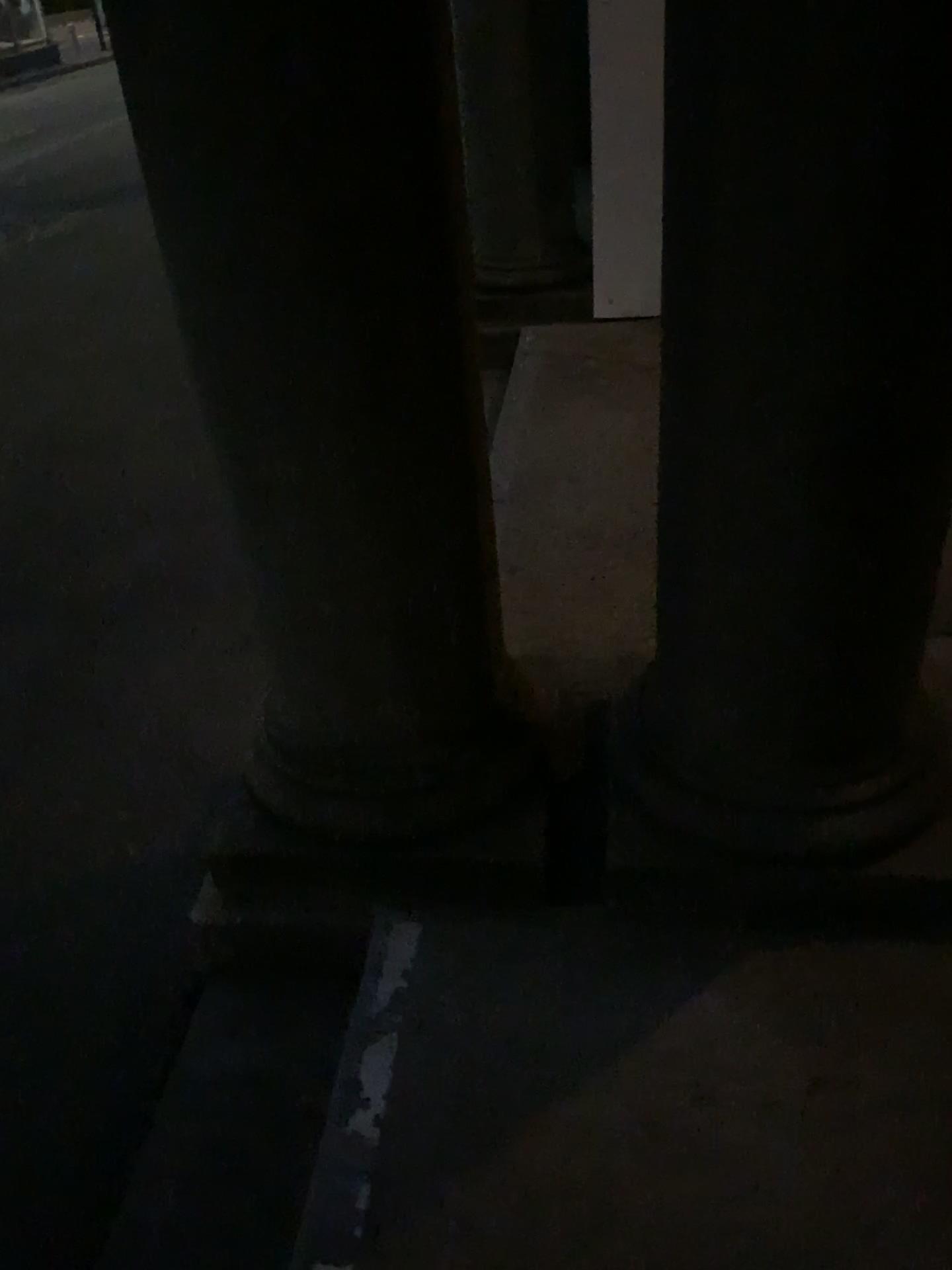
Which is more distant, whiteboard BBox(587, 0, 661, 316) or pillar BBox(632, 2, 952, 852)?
whiteboard BBox(587, 0, 661, 316)

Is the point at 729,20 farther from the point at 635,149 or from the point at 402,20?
the point at 635,149

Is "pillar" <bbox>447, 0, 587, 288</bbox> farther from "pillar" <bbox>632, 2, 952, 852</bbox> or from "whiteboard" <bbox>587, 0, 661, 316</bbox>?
"pillar" <bbox>632, 2, 952, 852</bbox>

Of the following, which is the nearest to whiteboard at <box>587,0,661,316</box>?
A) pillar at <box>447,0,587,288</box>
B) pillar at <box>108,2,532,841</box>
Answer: pillar at <box>447,0,587,288</box>

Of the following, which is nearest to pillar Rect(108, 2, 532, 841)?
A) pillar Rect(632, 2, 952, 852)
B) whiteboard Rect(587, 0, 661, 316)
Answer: pillar Rect(632, 2, 952, 852)

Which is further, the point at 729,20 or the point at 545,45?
the point at 545,45

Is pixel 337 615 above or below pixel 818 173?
below

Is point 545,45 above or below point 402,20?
below

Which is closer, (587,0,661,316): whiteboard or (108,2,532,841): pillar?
(108,2,532,841): pillar
